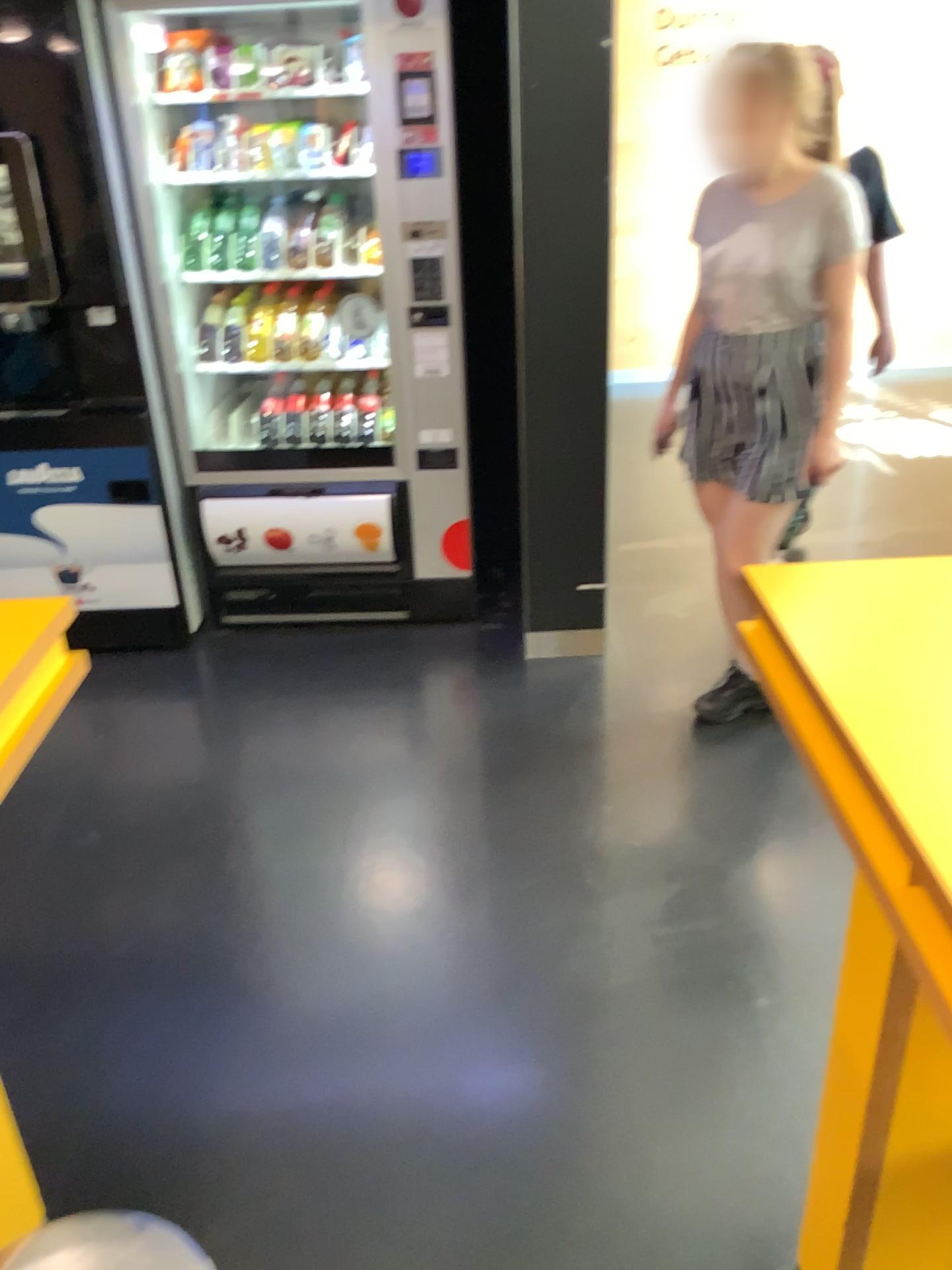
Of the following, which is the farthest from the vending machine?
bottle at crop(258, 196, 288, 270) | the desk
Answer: the desk

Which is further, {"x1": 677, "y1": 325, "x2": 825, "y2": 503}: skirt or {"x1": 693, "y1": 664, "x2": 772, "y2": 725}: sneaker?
{"x1": 693, "y1": 664, "x2": 772, "y2": 725}: sneaker

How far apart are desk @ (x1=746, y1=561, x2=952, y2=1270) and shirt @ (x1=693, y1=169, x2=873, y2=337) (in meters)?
1.05

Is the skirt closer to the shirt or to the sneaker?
the shirt

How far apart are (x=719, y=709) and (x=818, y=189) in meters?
1.3 m

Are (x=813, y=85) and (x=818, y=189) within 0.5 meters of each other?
yes

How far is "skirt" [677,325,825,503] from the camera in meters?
2.4

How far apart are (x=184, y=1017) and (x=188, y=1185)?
0.4 meters

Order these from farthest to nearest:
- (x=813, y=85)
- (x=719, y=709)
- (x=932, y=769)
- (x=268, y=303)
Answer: (x=268, y=303) → (x=719, y=709) → (x=813, y=85) → (x=932, y=769)

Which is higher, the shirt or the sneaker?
the shirt
